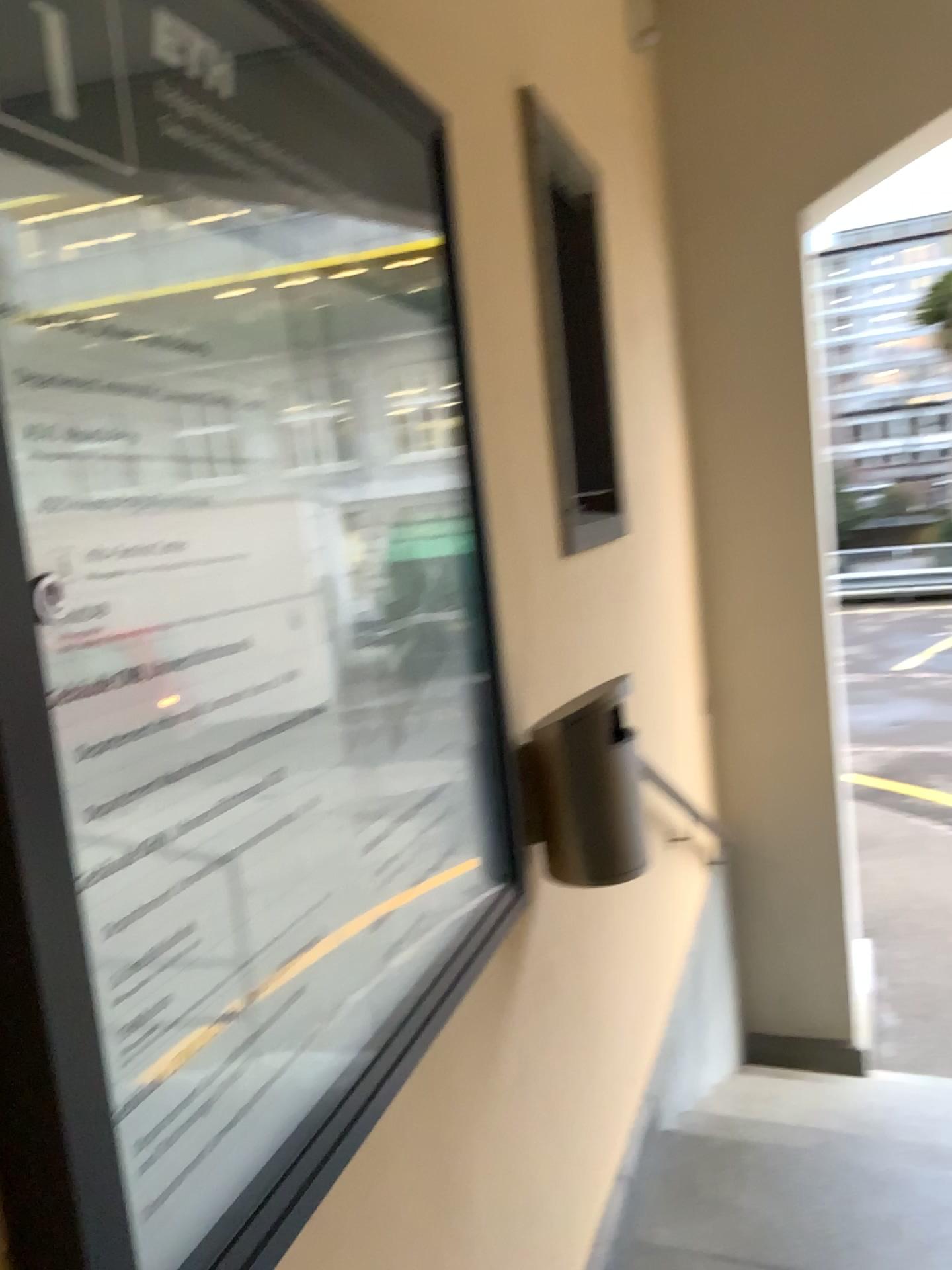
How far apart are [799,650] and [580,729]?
2.5m

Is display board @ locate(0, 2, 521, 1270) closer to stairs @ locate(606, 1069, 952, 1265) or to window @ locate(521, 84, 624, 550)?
window @ locate(521, 84, 624, 550)

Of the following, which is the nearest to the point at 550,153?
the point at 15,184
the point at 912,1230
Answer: the point at 15,184

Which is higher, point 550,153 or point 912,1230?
point 550,153

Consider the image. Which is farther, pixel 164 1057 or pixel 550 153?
pixel 550 153

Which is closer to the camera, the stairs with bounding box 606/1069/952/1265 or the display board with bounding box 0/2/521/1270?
the display board with bounding box 0/2/521/1270

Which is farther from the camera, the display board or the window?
the window

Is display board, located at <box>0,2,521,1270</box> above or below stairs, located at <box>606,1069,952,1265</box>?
above

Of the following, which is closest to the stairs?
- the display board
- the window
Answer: the display board
